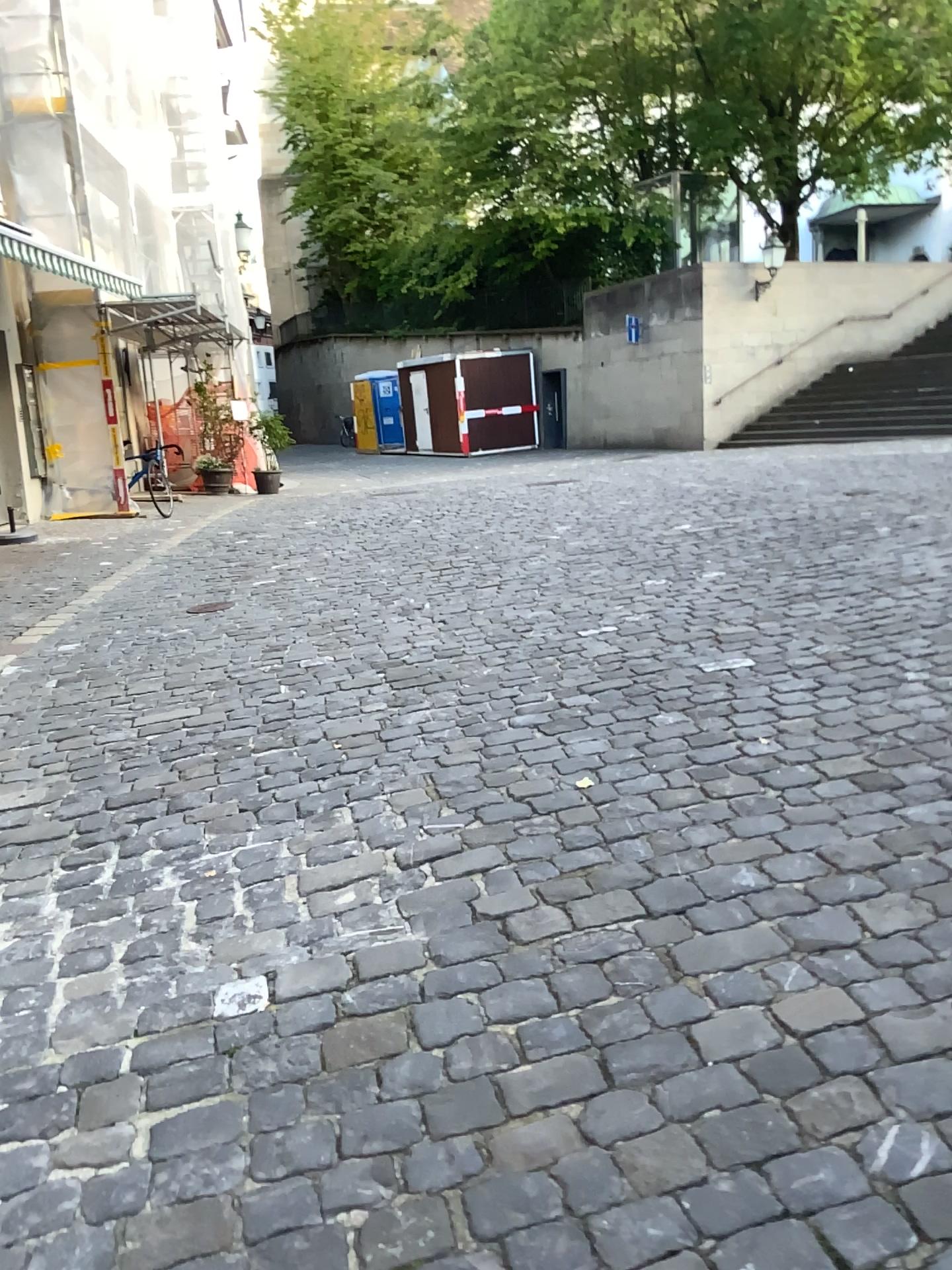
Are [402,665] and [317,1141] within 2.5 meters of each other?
no
